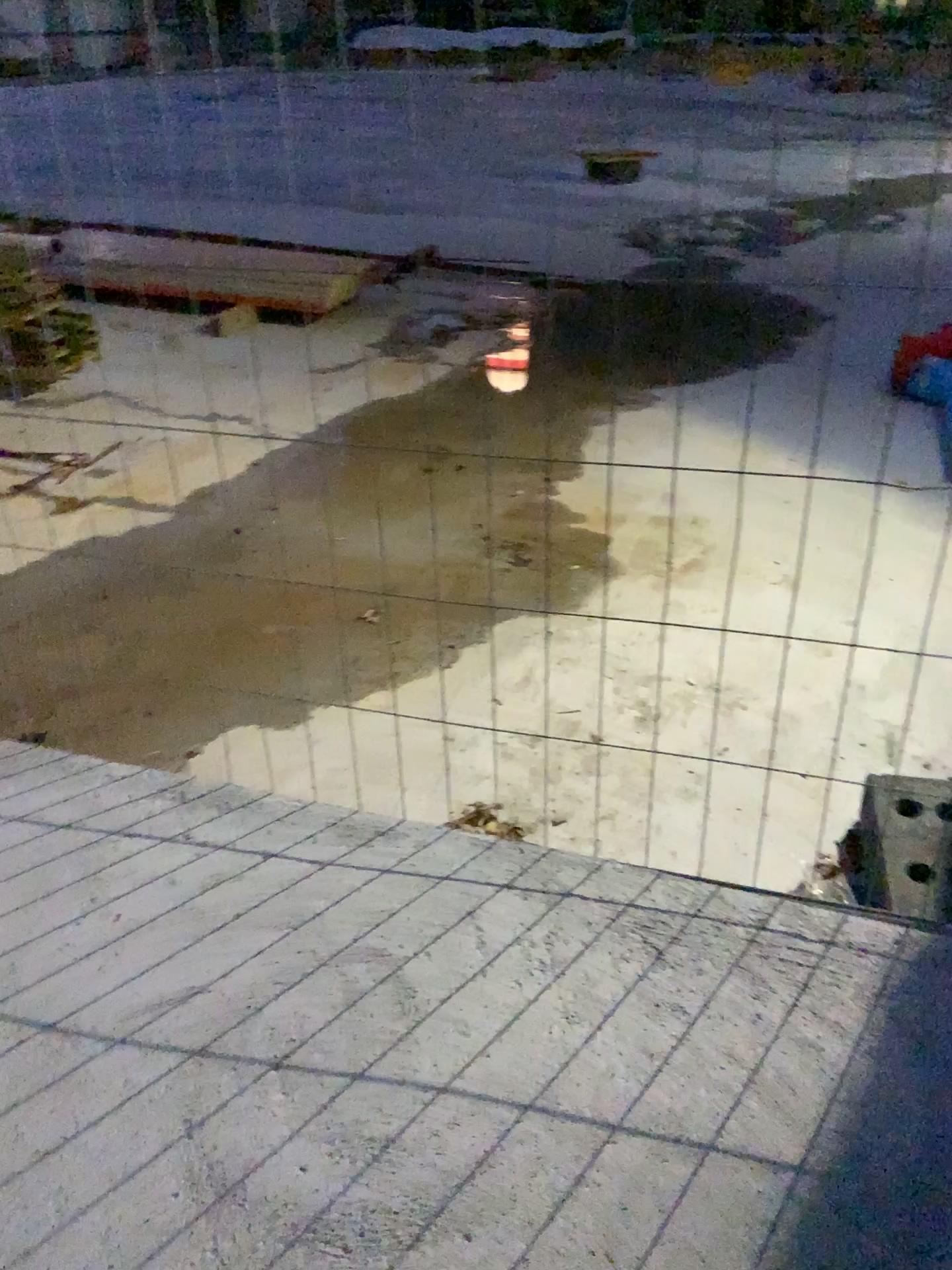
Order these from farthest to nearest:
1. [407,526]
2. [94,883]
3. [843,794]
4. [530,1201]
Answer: [407,526] → [843,794] → [94,883] → [530,1201]

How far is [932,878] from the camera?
2.14m

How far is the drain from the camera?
2.1m
